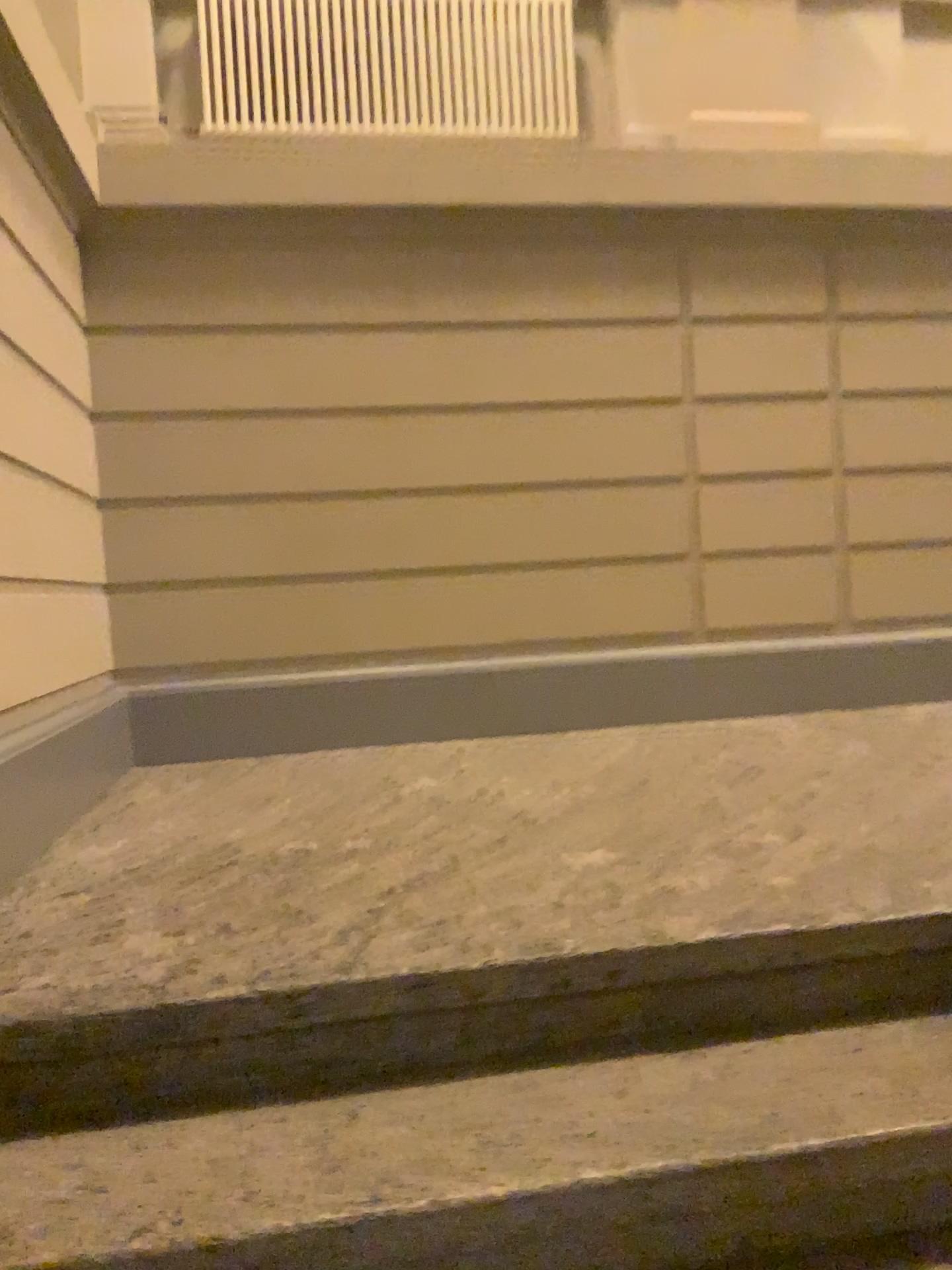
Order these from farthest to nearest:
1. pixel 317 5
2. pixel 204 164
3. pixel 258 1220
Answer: pixel 317 5 → pixel 204 164 → pixel 258 1220

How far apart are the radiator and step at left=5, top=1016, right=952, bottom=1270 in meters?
3.6

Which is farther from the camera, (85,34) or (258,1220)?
(85,34)

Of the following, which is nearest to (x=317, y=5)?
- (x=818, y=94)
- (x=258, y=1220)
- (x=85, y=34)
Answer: (x=85, y=34)

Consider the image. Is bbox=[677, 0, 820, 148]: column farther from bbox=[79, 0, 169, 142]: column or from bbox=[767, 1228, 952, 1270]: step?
bbox=[767, 1228, 952, 1270]: step

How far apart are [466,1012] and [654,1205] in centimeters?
39cm

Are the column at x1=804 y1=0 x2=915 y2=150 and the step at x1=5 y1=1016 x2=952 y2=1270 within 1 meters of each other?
no

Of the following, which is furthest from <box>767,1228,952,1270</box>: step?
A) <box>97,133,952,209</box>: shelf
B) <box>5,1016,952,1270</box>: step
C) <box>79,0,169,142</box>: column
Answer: <box>79,0,169,142</box>: column

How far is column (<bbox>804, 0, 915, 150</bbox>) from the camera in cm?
417

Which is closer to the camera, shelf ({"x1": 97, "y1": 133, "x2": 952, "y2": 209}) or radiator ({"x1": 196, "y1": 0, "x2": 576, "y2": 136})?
shelf ({"x1": 97, "y1": 133, "x2": 952, "y2": 209})
